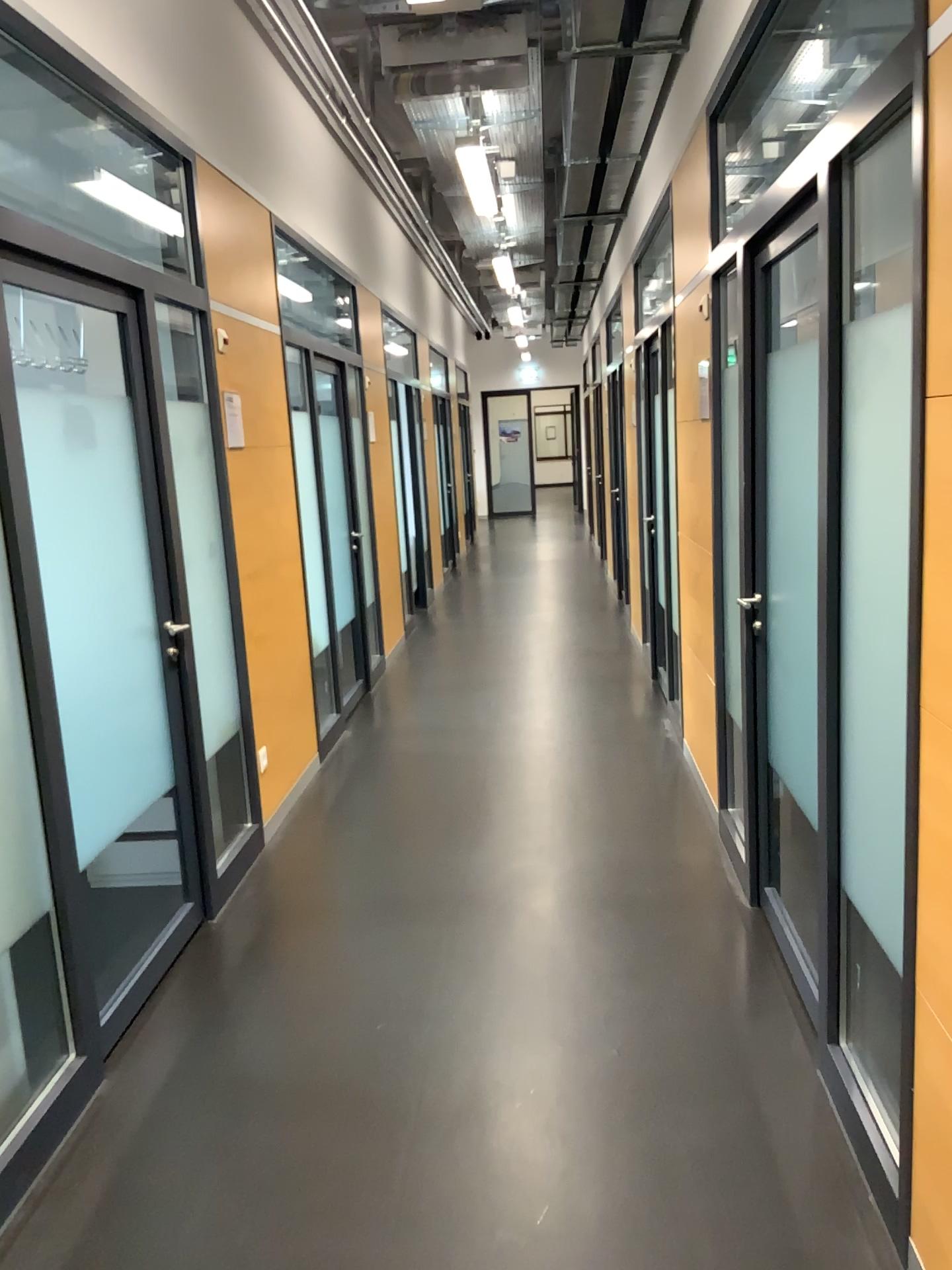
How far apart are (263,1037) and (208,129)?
3.3 meters
